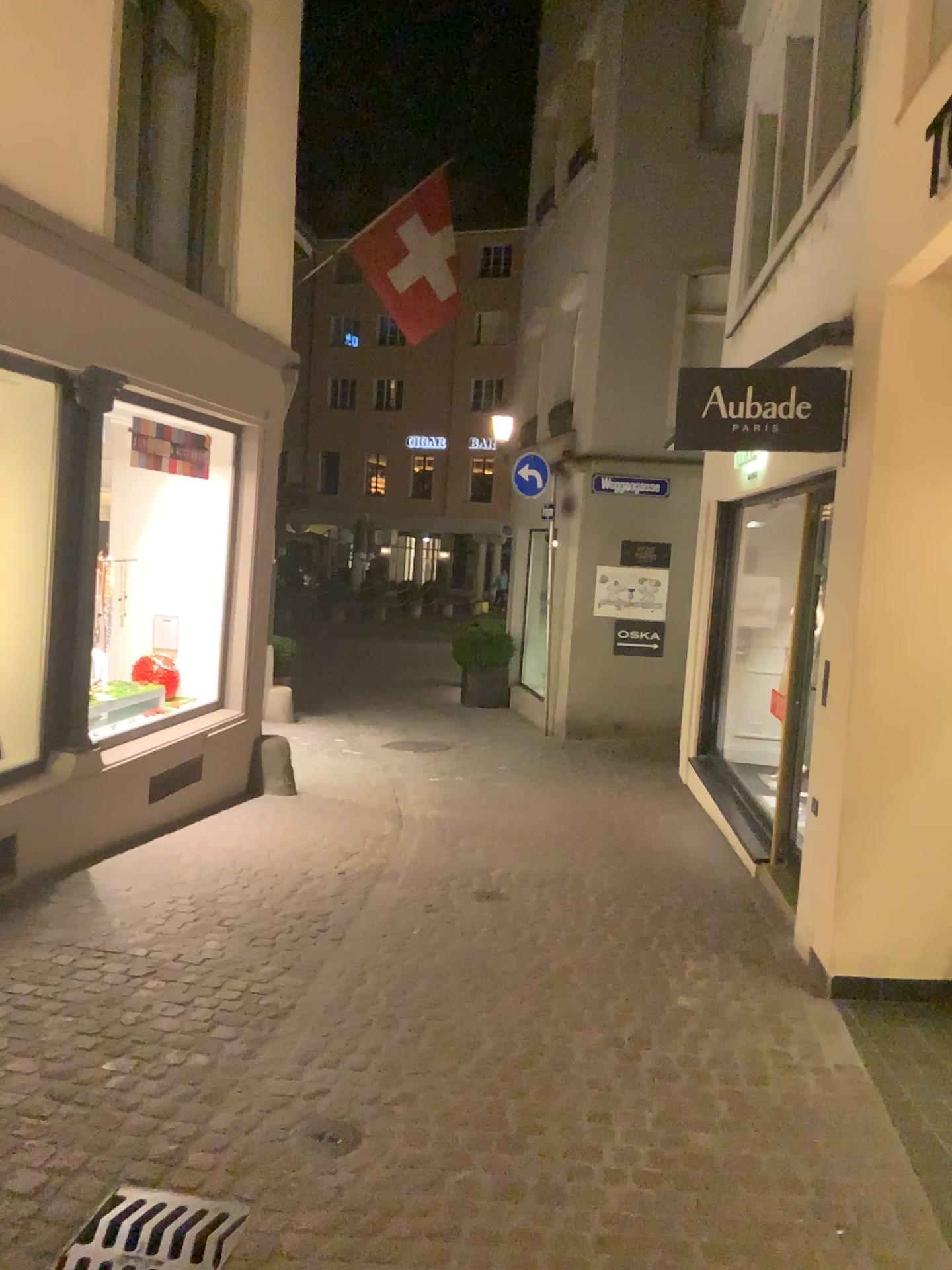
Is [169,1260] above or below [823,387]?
below

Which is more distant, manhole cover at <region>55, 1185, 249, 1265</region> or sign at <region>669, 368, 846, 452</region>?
sign at <region>669, 368, 846, 452</region>

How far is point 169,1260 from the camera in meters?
2.5

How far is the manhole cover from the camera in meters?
2.5 m

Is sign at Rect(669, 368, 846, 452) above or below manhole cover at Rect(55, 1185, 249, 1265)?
above

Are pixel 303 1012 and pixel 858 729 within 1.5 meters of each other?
no

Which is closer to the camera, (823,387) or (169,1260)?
(169,1260)
